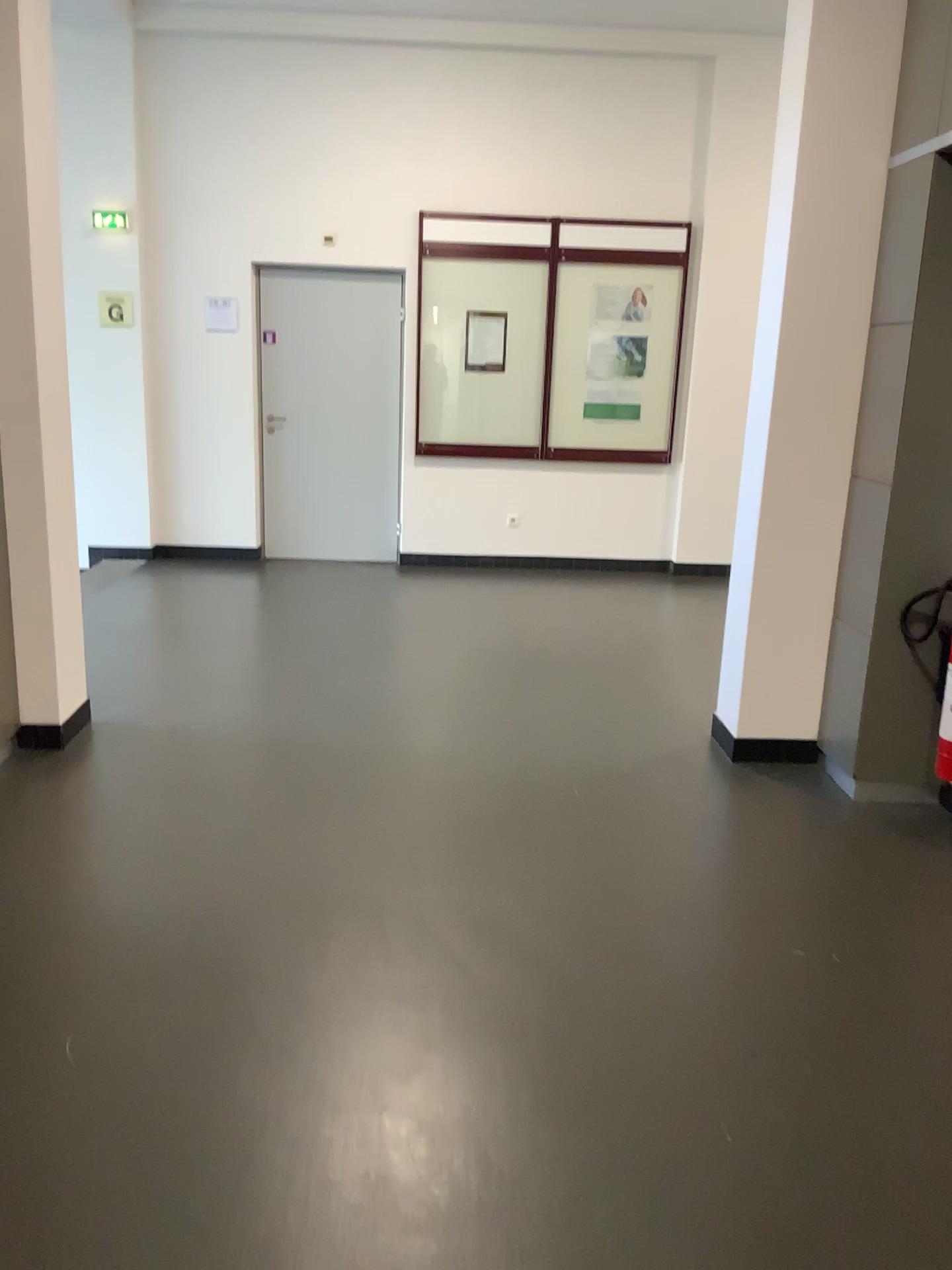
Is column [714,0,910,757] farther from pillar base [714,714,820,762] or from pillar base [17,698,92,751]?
pillar base [17,698,92,751]

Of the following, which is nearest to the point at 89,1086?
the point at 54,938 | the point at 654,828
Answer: the point at 54,938

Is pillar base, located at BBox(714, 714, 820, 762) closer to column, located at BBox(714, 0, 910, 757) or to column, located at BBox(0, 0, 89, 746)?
column, located at BBox(714, 0, 910, 757)

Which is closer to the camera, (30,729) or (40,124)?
(40,124)

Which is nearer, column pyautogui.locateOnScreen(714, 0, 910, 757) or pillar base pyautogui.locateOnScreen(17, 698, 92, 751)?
column pyautogui.locateOnScreen(714, 0, 910, 757)

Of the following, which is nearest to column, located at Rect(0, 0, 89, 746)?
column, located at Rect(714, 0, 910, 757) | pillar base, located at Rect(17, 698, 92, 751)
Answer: pillar base, located at Rect(17, 698, 92, 751)

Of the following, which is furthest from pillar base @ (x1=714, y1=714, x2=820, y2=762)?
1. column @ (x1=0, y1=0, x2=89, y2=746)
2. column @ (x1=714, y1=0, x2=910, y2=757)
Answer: column @ (x1=0, y1=0, x2=89, y2=746)

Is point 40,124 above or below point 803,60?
below

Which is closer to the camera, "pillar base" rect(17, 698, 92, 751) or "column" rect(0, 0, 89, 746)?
"column" rect(0, 0, 89, 746)

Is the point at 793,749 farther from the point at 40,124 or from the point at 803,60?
the point at 40,124
